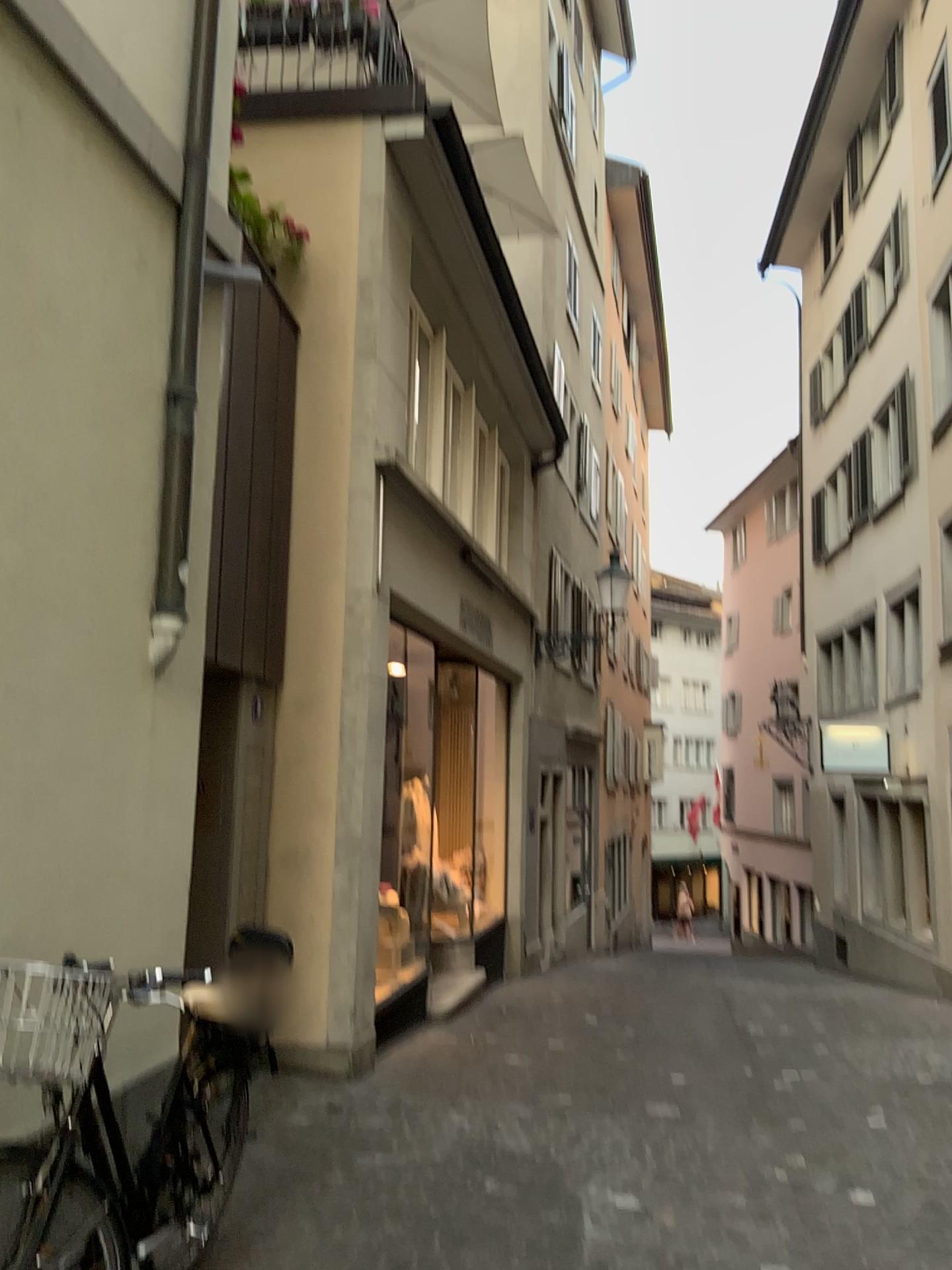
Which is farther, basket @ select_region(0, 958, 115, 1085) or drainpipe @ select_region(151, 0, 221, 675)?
drainpipe @ select_region(151, 0, 221, 675)

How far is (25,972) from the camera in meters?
2.6 m

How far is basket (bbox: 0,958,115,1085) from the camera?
2.57m

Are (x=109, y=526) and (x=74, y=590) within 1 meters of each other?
yes

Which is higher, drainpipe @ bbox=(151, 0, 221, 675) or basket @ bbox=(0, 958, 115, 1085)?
drainpipe @ bbox=(151, 0, 221, 675)

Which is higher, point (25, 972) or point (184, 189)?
point (184, 189)

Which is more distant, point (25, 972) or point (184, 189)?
point (184, 189)
